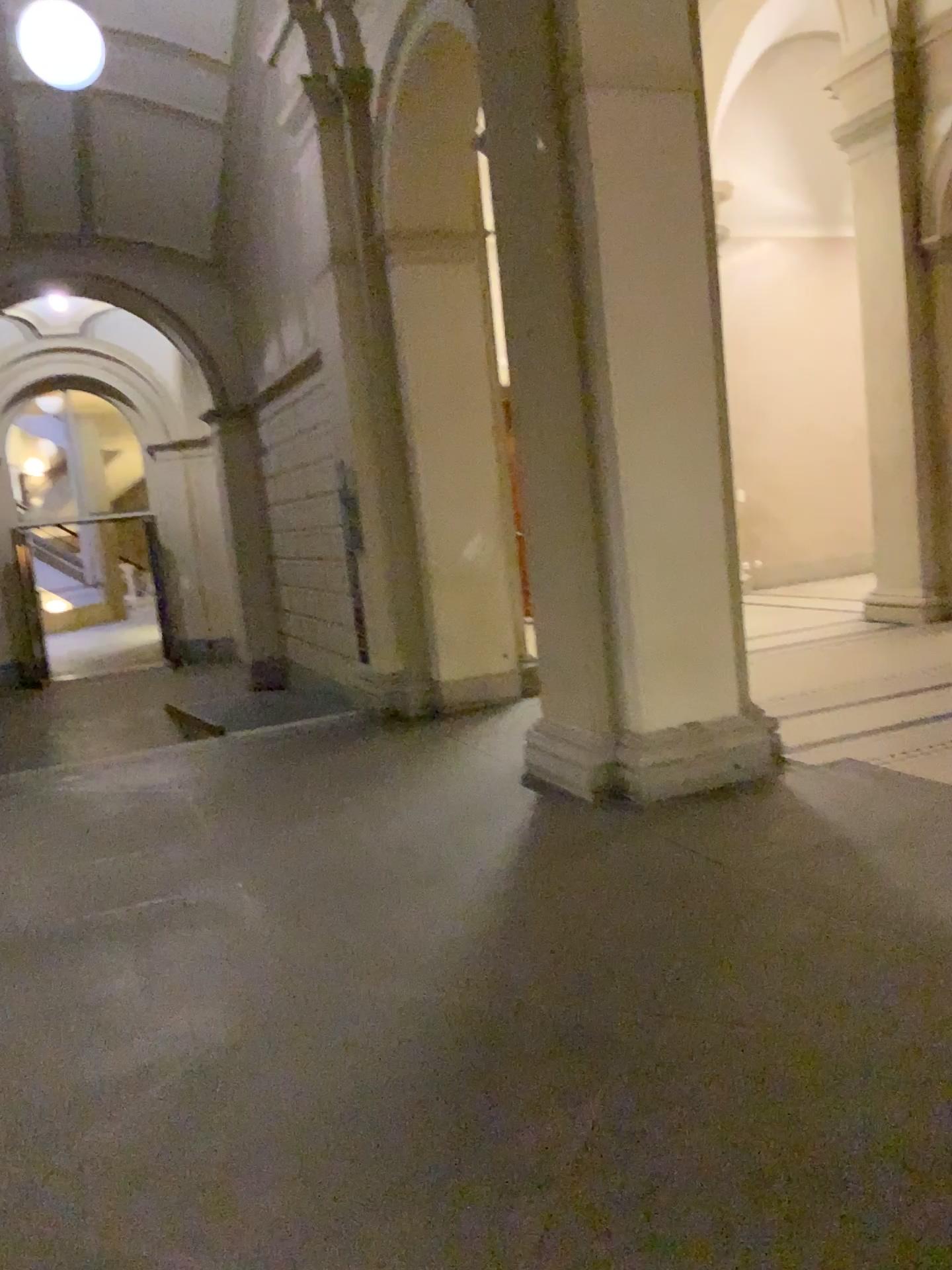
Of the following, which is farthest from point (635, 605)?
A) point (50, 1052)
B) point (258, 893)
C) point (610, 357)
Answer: point (50, 1052)

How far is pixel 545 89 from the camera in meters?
4.7 m

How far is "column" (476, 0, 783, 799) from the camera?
4.7 meters
